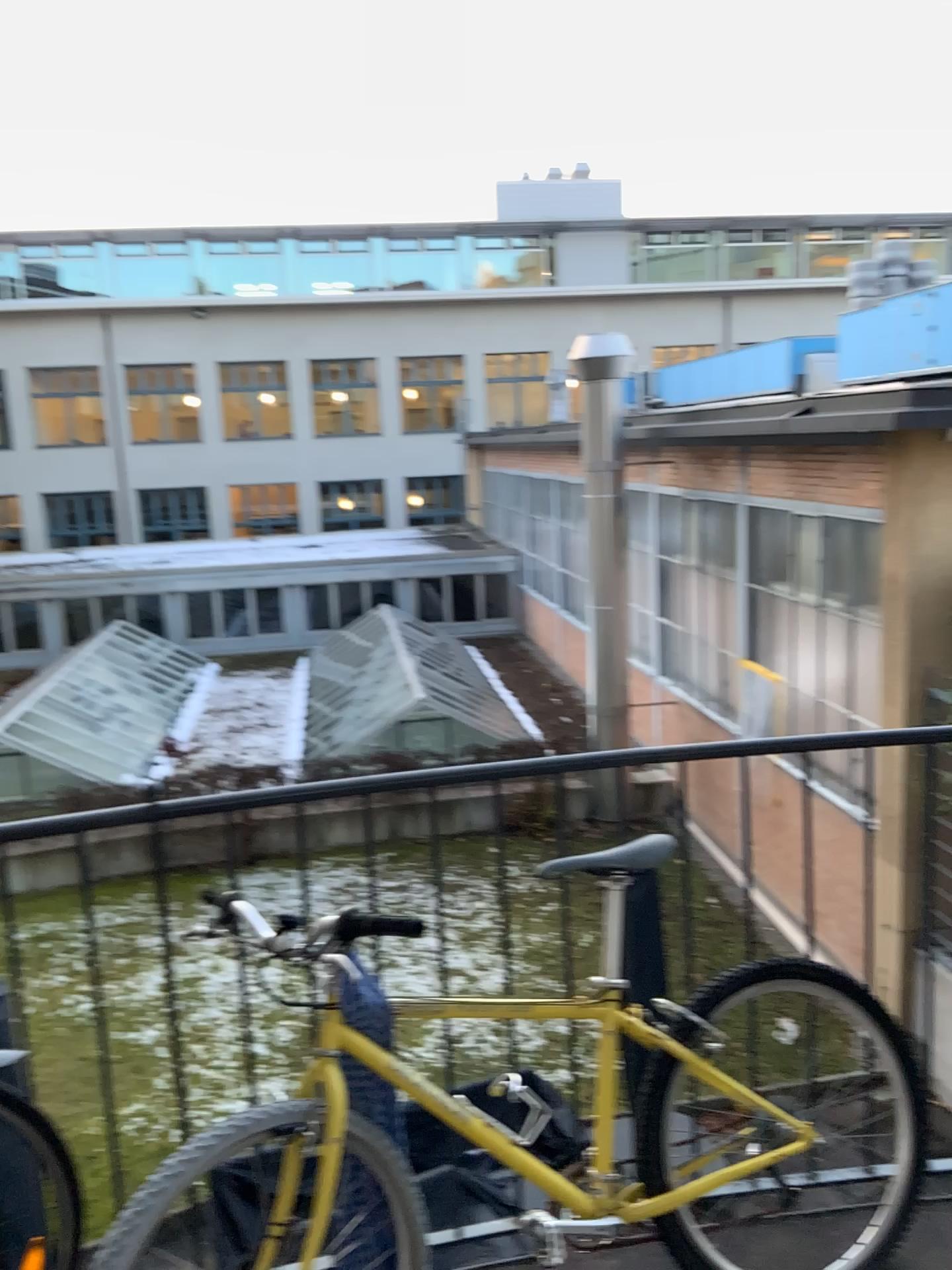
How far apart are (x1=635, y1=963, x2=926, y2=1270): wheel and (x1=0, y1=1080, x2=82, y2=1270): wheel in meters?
1.1 m

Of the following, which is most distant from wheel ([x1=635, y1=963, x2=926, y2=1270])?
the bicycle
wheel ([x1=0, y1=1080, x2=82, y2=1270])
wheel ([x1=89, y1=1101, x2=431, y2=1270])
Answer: wheel ([x1=0, y1=1080, x2=82, y2=1270])

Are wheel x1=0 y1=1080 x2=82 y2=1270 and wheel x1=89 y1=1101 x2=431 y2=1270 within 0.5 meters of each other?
yes

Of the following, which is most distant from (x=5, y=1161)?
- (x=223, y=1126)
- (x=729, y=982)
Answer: (x=729, y=982)

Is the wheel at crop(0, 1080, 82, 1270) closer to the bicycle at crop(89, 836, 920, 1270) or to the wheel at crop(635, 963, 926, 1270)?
the bicycle at crop(89, 836, 920, 1270)

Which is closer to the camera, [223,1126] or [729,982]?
[223,1126]

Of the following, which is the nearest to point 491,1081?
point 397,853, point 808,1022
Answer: point 397,853

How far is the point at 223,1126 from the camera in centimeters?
171cm

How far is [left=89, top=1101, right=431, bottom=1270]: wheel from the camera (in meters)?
1.71

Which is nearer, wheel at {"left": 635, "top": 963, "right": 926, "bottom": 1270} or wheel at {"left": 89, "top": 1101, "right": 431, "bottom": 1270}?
wheel at {"left": 89, "top": 1101, "right": 431, "bottom": 1270}
